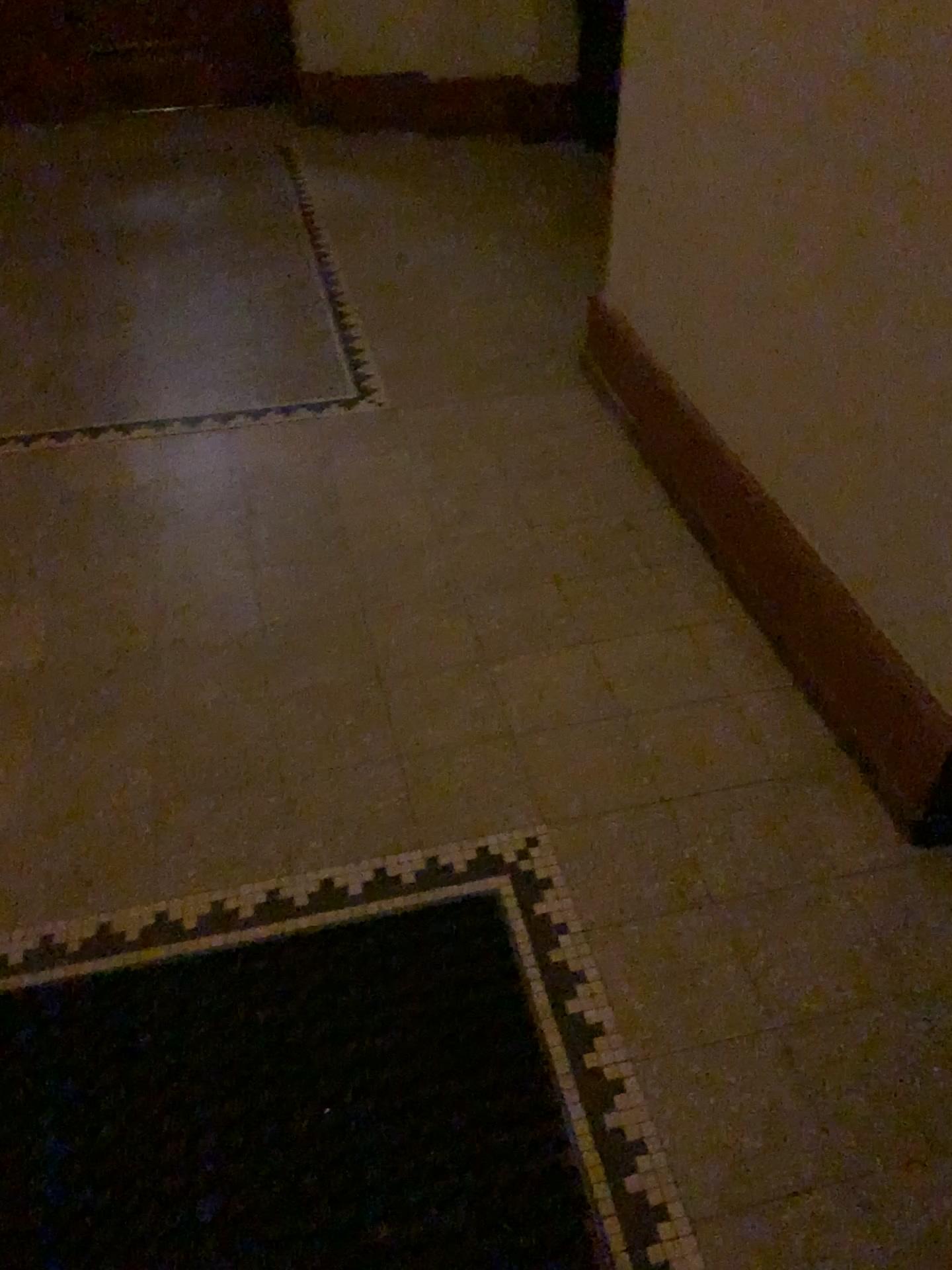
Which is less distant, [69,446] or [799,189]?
[799,189]

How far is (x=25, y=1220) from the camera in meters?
1.2

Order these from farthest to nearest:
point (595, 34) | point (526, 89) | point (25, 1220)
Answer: point (526, 89) < point (595, 34) < point (25, 1220)

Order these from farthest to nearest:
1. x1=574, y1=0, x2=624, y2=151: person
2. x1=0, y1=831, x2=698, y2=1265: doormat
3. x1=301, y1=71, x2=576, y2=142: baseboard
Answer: x1=301, y1=71, x2=576, y2=142: baseboard < x1=574, y1=0, x2=624, y2=151: person < x1=0, y1=831, x2=698, y2=1265: doormat

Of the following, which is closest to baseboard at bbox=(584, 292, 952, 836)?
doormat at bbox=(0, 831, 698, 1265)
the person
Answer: doormat at bbox=(0, 831, 698, 1265)

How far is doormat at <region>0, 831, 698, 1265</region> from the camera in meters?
1.2

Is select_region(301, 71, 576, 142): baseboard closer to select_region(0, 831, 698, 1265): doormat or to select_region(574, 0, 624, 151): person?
select_region(574, 0, 624, 151): person

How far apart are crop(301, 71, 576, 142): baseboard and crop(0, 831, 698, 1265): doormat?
3.62m

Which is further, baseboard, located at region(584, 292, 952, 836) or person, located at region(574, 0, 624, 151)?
person, located at region(574, 0, 624, 151)

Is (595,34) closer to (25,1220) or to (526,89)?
(526,89)
